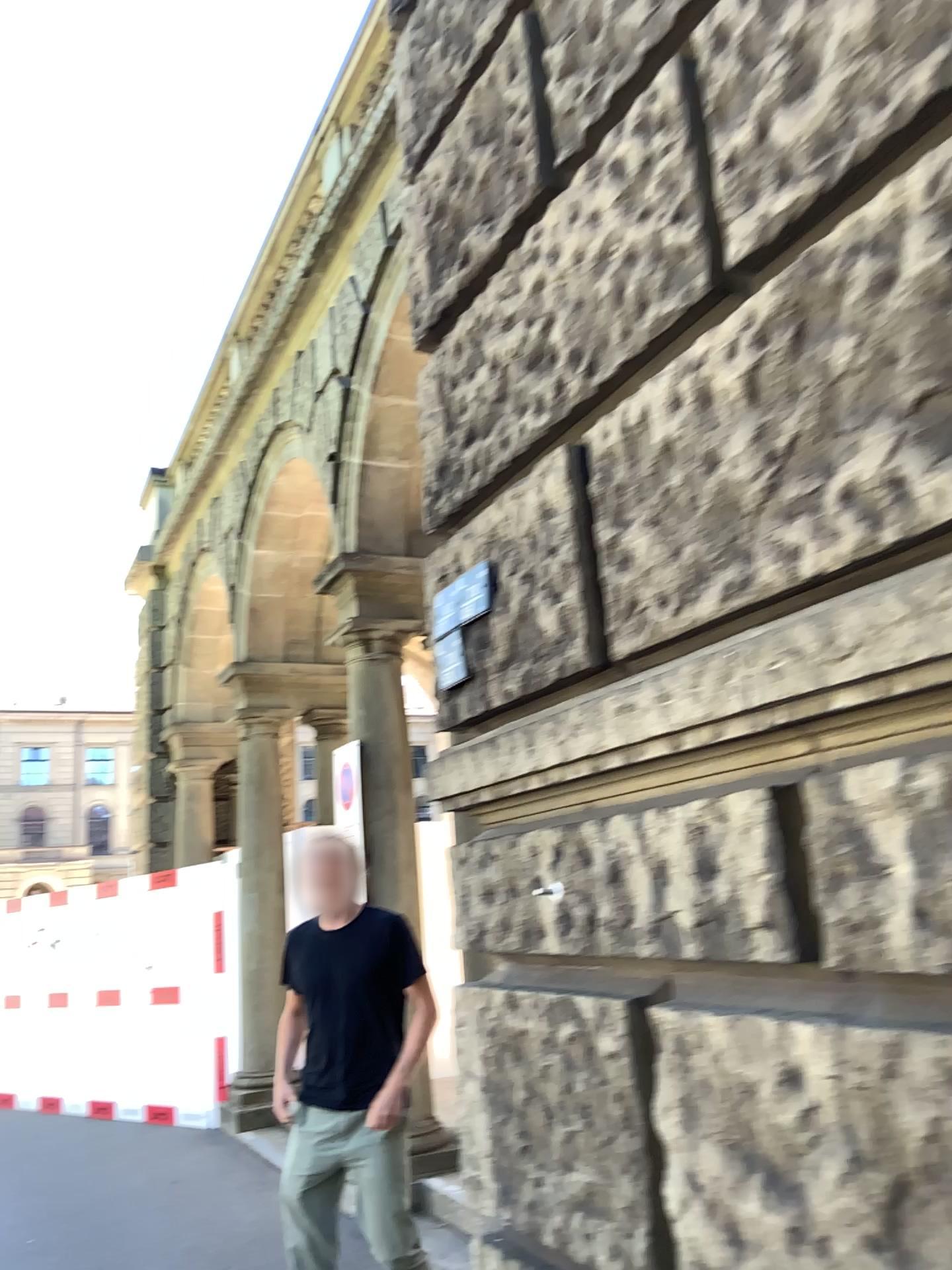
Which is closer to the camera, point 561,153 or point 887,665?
point 887,665
